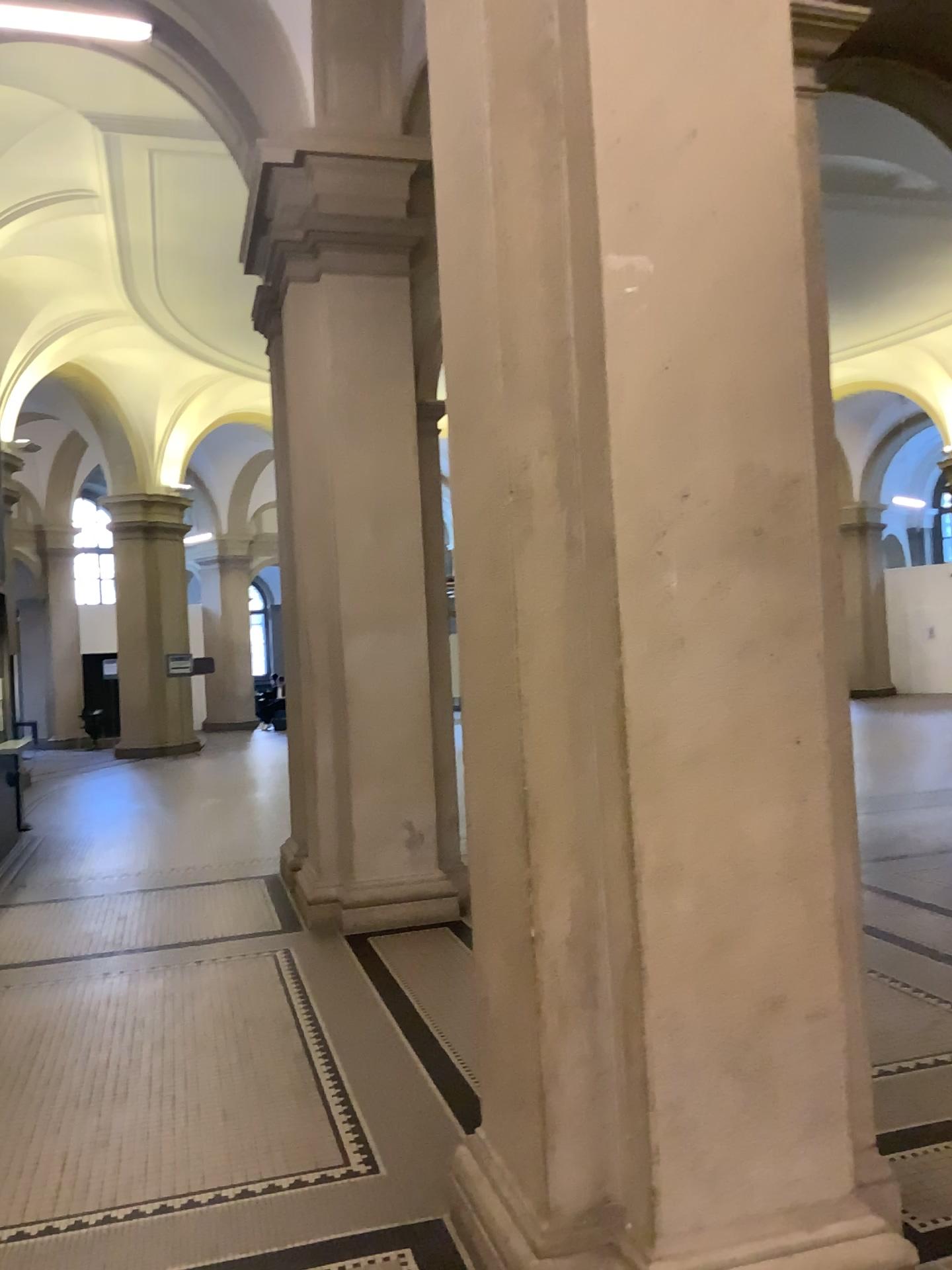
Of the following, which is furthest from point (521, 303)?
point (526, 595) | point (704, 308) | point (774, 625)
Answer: point (774, 625)

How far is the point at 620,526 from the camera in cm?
238

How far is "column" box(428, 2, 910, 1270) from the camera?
2.4m
